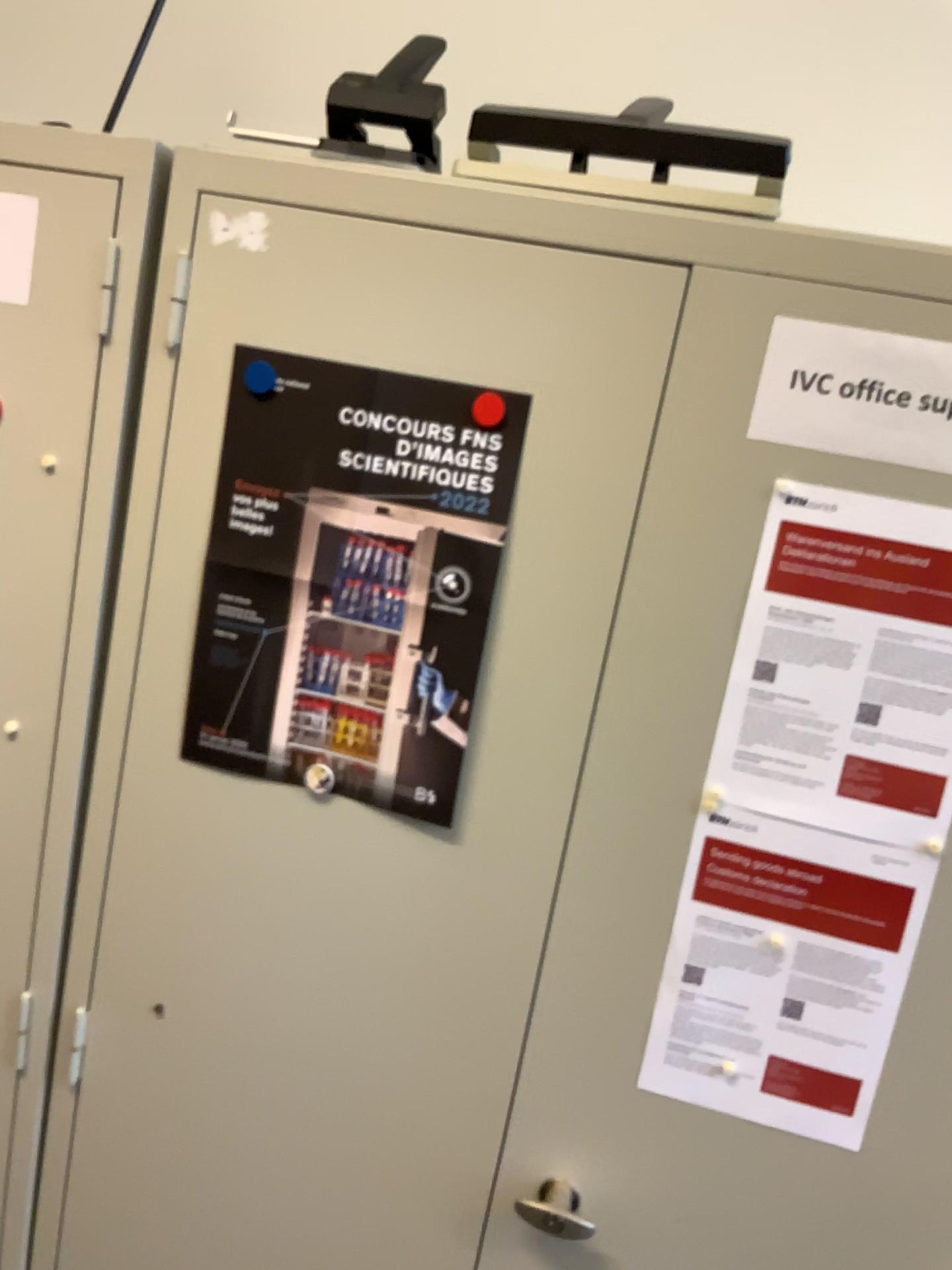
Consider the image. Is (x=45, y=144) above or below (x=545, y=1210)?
above

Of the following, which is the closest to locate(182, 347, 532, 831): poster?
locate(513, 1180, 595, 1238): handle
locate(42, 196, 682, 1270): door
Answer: locate(42, 196, 682, 1270): door

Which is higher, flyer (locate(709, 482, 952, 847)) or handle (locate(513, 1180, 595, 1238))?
flyer (locate(709, 482, 952, 847))

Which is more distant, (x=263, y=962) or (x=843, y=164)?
(x=843, y=164)

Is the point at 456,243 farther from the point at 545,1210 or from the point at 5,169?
the point at 545,1210

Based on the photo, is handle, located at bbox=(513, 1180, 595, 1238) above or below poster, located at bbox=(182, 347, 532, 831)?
below

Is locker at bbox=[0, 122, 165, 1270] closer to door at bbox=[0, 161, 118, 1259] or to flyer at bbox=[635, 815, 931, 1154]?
door at bbox=[0, 161, 118, 1259]

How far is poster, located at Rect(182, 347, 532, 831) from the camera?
1.0m

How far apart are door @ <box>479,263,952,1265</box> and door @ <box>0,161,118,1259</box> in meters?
0.5

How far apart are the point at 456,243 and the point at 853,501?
0.42m
